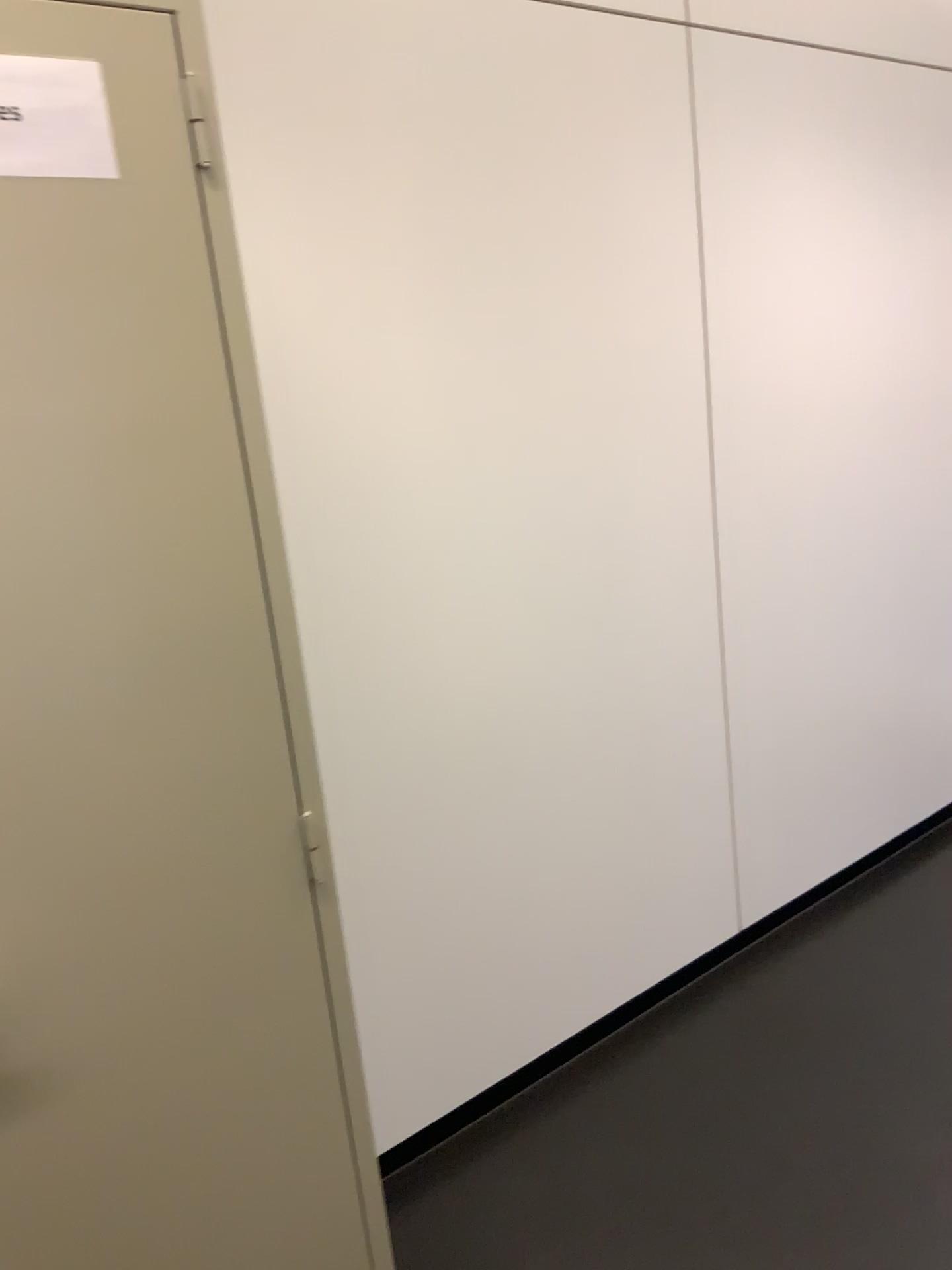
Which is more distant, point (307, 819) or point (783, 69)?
point (783, 69)

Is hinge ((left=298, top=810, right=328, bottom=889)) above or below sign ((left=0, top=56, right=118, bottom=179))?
below

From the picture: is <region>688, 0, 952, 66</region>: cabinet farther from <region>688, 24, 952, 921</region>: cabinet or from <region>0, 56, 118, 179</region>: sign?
<region>0, 56, 118, 179</region>: sign

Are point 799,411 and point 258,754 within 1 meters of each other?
no

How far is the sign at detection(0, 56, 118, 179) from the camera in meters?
1.0

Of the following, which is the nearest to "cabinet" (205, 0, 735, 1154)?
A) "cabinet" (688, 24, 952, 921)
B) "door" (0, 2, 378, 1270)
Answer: "cabinet" (688, 24, 952, 921)

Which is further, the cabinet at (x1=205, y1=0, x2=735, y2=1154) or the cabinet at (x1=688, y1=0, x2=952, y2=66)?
the cabinet at (x1=688, y1=0, x2=952, y2=66)

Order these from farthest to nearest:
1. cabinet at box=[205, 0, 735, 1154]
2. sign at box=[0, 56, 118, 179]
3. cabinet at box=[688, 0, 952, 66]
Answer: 1. cabinet at box=[688, 0, 952, 66]
2. cabinet at box=[205, 0, 735, 1154]
3. sign at box=[0, 56, 118, 179]

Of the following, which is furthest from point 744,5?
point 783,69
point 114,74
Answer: point 114,74

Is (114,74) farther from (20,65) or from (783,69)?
(783,69)
